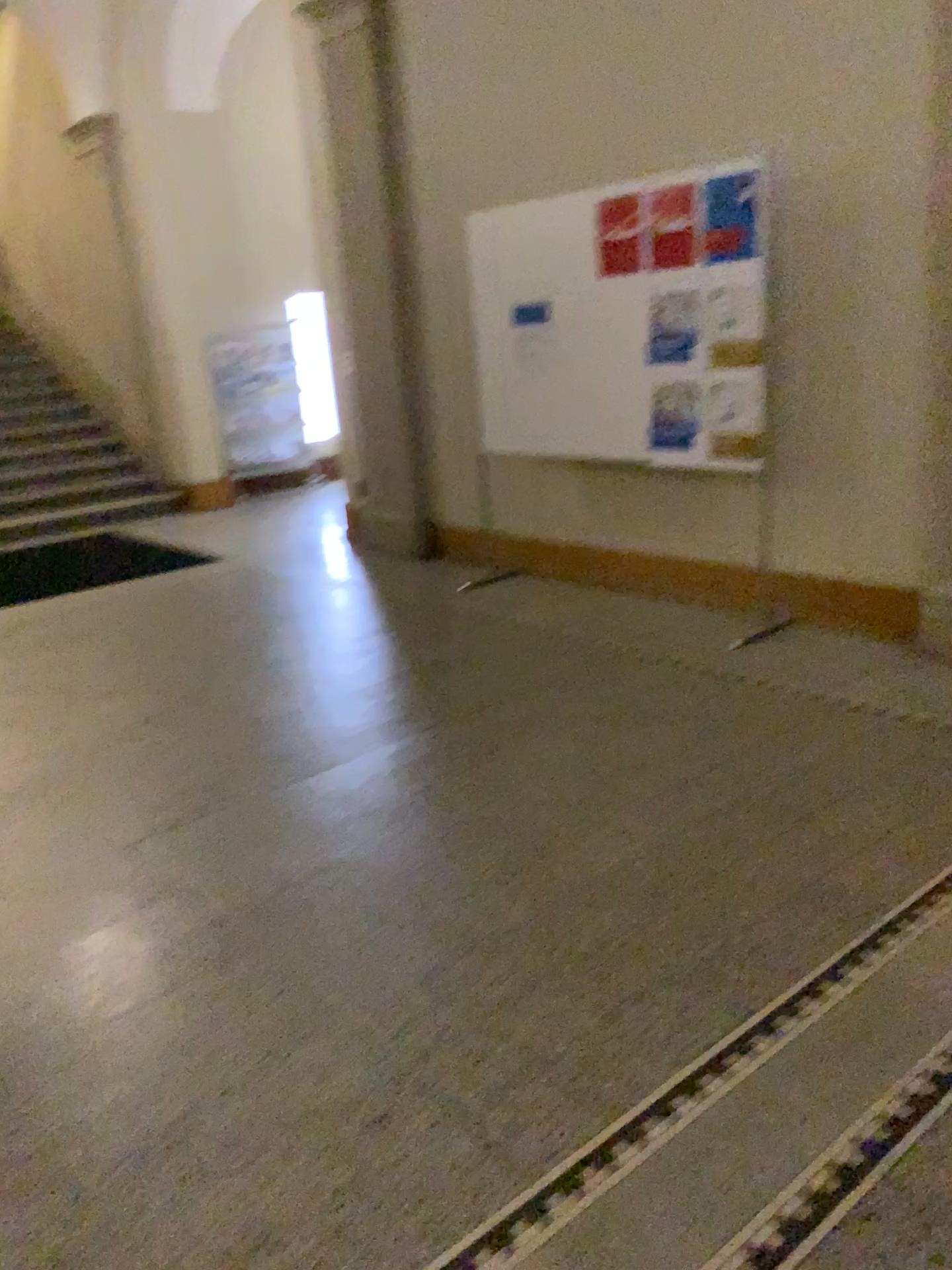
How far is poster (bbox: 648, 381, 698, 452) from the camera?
4.57m

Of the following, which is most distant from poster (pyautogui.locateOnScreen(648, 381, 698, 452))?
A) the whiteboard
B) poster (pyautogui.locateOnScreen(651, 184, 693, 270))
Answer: poster (pyautogui.locateOnScreen(651, 184, 693, 270))

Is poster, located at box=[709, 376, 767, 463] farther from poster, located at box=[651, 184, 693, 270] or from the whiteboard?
poster, located at box=[651, 184, 693, 270]

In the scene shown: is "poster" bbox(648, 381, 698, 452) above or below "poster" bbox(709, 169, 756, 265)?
below

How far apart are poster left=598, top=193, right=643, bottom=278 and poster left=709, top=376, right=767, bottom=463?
0.70m

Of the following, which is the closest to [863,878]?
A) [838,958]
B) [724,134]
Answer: [838,958]

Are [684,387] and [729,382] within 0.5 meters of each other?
yes

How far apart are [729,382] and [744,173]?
0.81m

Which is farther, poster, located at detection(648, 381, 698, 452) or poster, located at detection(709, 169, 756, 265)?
poster, located at detection(648, 381, 698, 452)

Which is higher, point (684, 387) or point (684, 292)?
point (684, 292)
